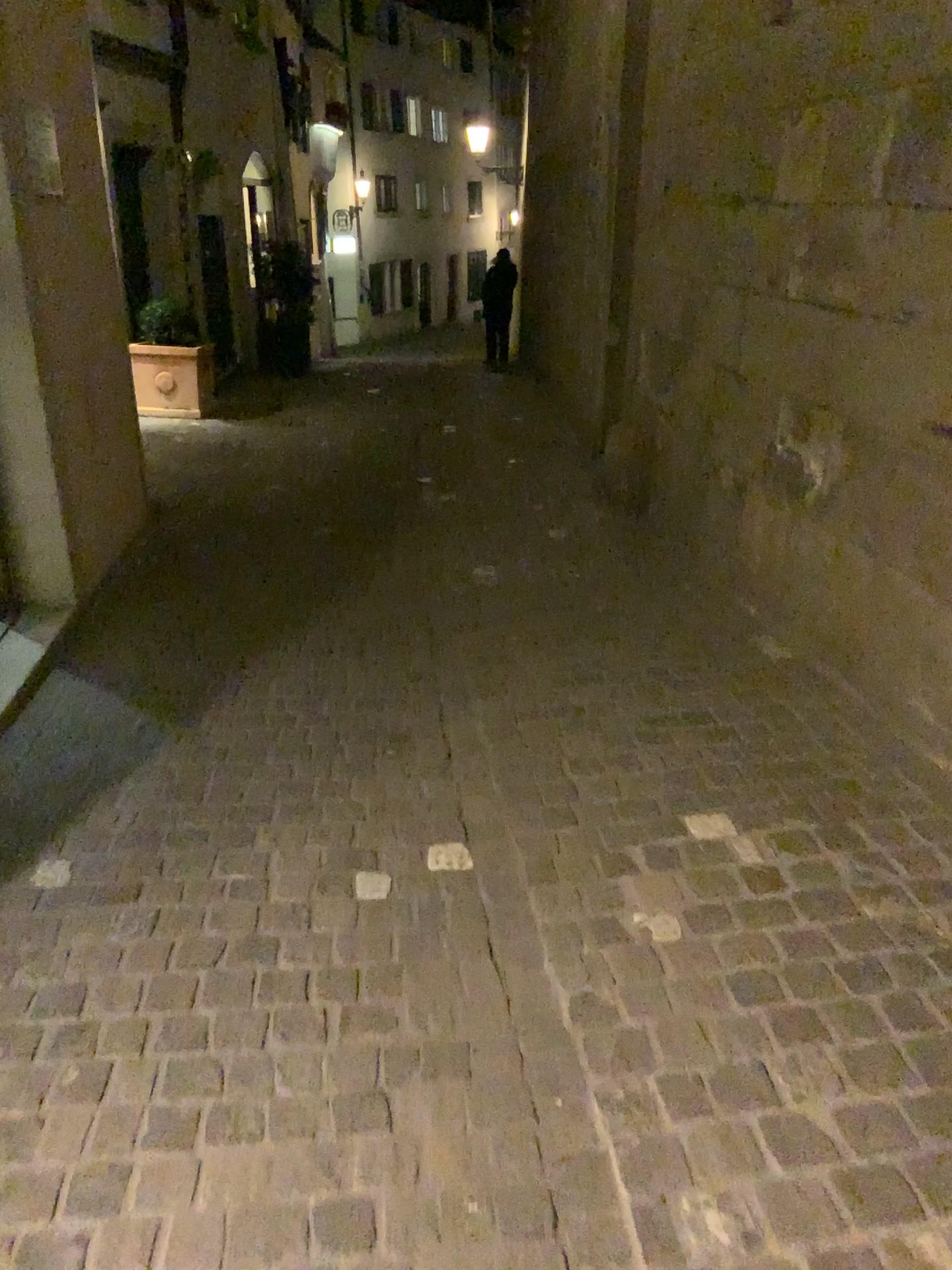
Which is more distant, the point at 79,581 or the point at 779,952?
the point at 79,581
